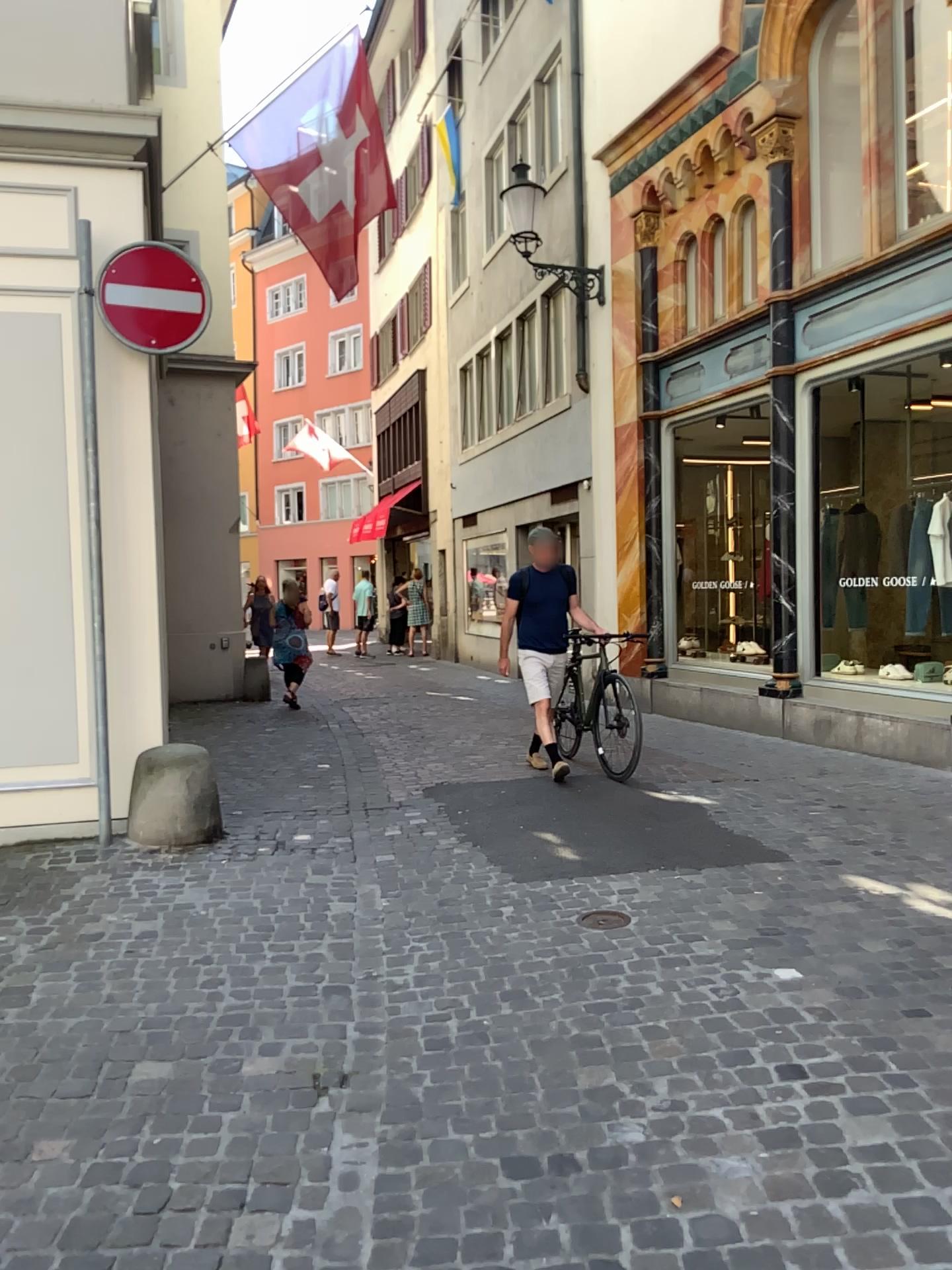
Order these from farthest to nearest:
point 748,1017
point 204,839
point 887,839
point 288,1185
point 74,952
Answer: point 204,839
point 887,839
point 74,952
point 748,1017
point 288,1185
